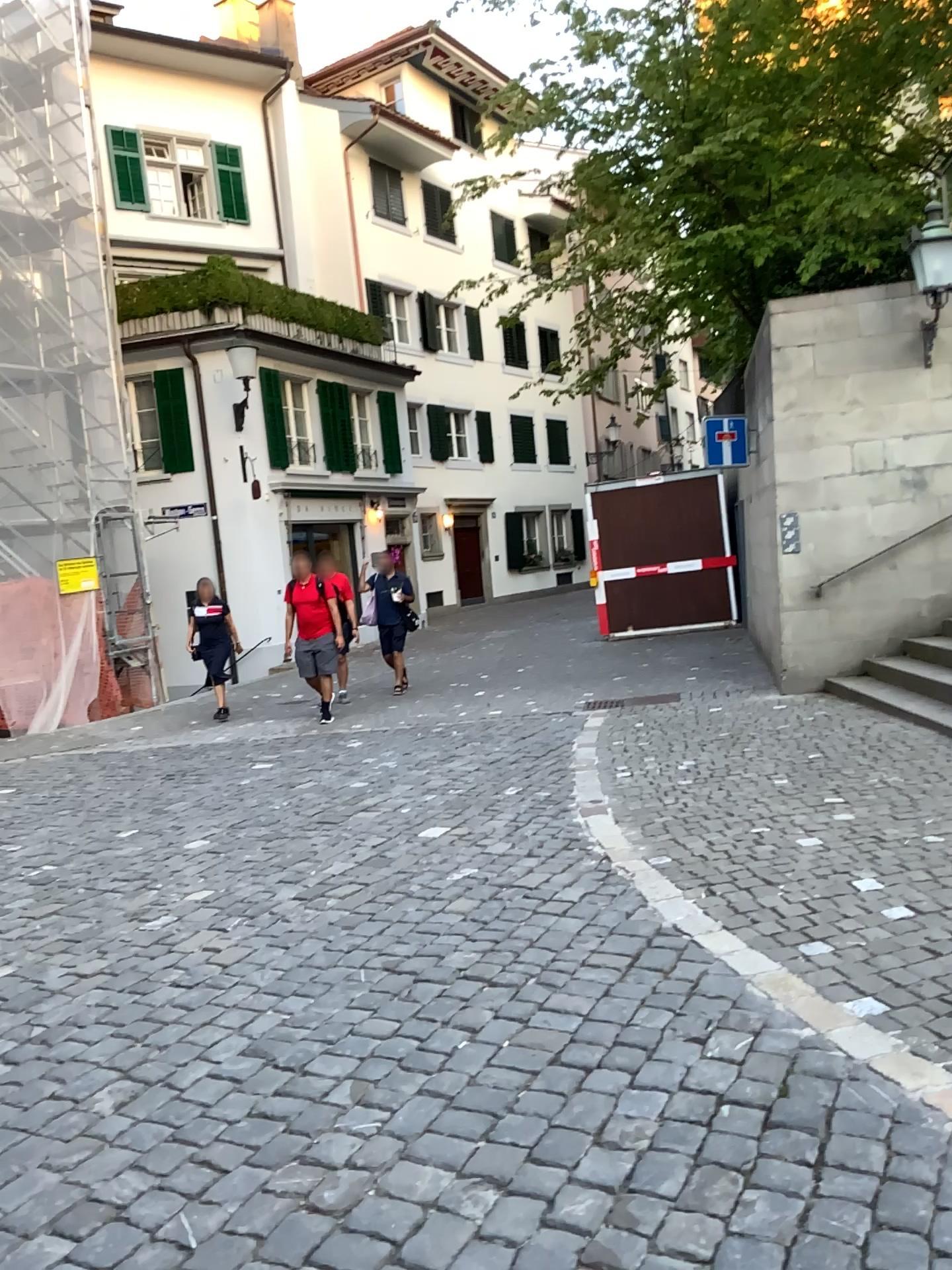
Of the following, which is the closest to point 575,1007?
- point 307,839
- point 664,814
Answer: point 664,814
